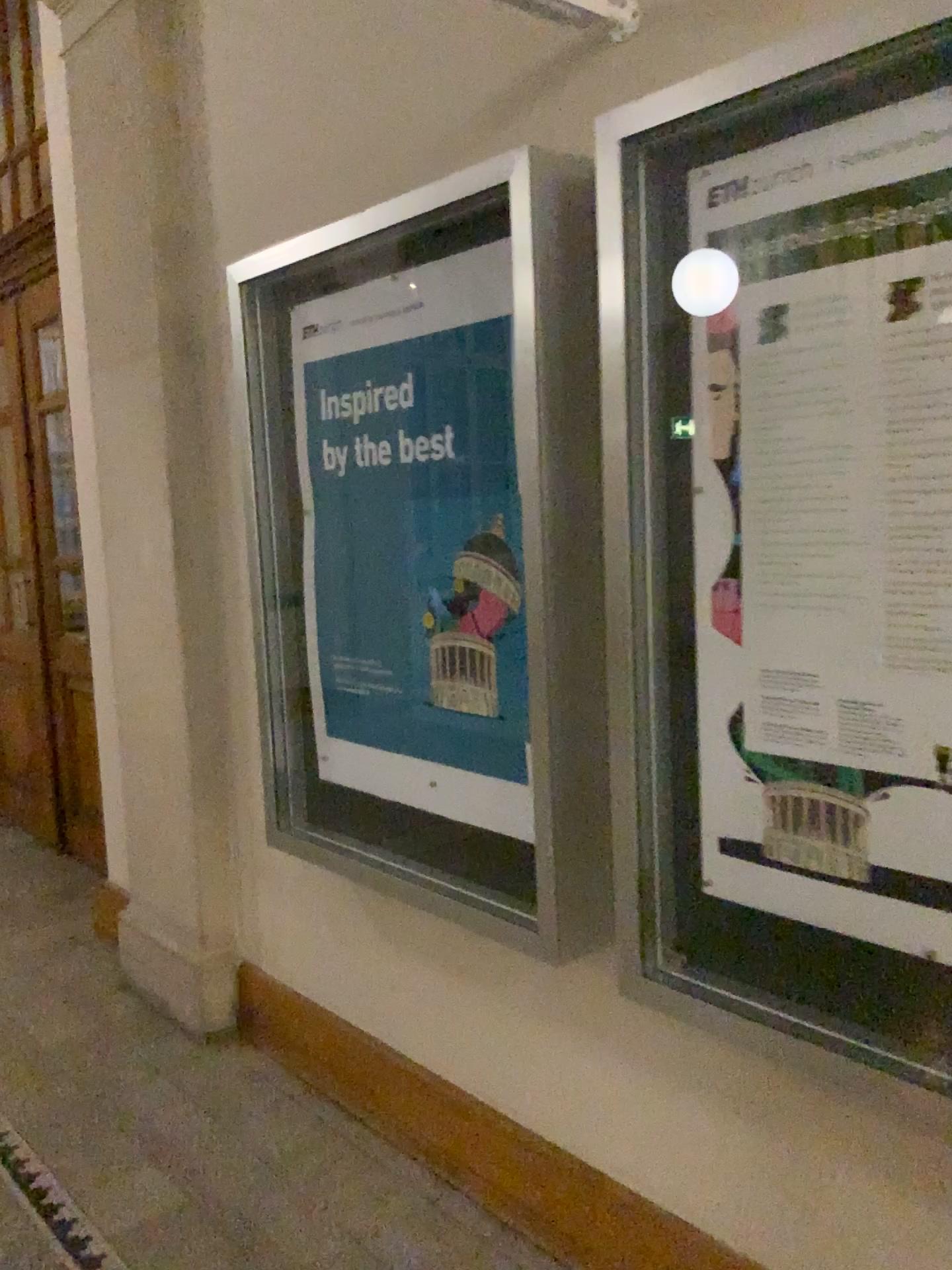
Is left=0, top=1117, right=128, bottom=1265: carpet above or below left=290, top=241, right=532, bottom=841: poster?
below

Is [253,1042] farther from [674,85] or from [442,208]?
[674,85]

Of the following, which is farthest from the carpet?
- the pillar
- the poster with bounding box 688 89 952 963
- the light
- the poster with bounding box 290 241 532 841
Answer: the light

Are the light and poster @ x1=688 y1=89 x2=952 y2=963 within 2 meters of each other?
yes

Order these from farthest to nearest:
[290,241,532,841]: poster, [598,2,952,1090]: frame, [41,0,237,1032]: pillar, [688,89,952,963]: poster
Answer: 1. [41,0,237,1032]: pillar
2. [290,241,532,841]: poster
3. [598,2,952,1090]: frame
4. [688,89,952,963]: poster

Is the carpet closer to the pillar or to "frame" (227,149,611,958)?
the pillar

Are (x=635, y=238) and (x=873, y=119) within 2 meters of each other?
yes

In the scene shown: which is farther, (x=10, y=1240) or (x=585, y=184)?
(x=10, y=1240)

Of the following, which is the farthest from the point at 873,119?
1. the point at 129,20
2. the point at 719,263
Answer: the point at 129,20

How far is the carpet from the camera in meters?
2.3 m
